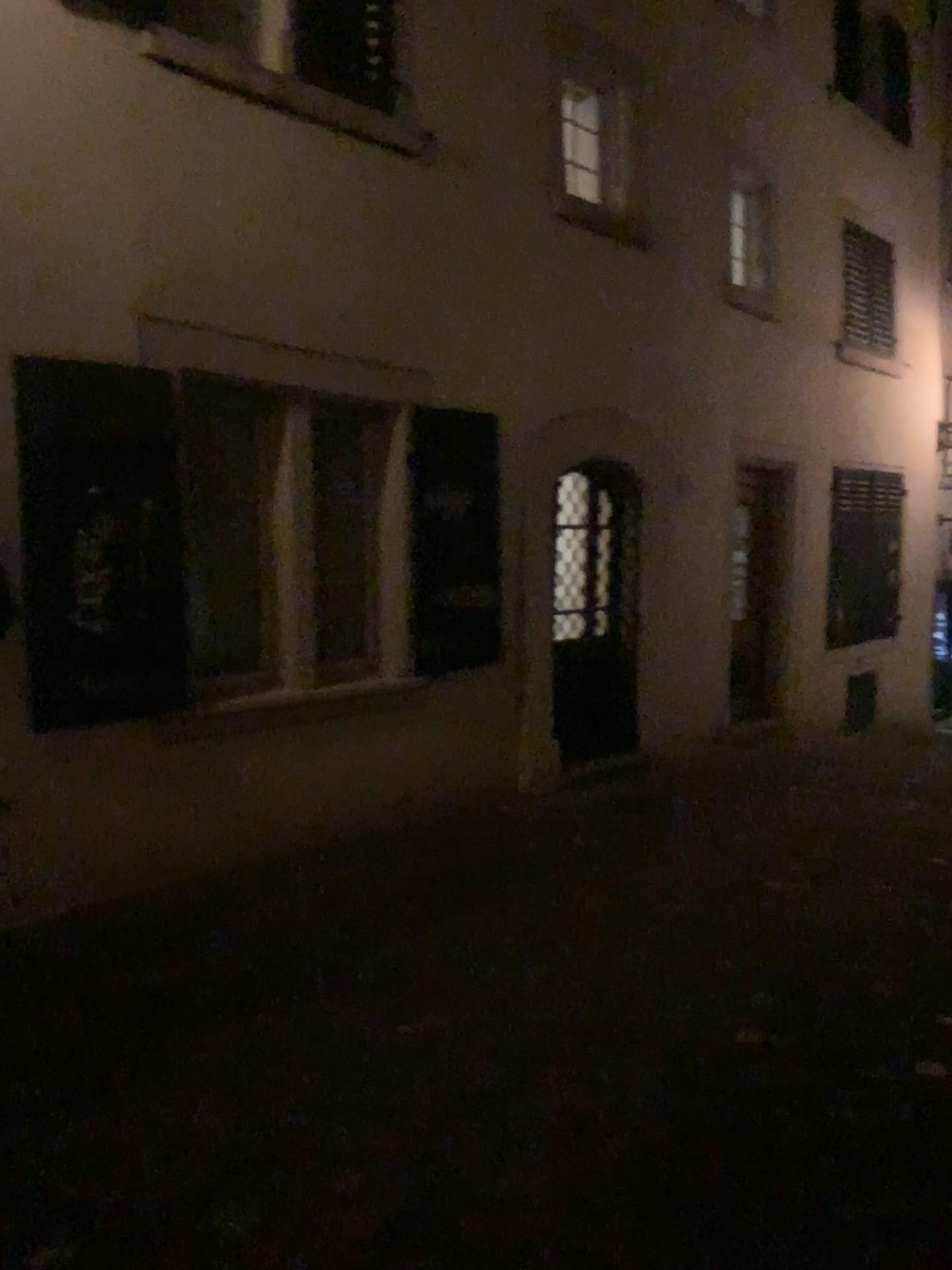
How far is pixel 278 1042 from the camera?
3.6 meters
